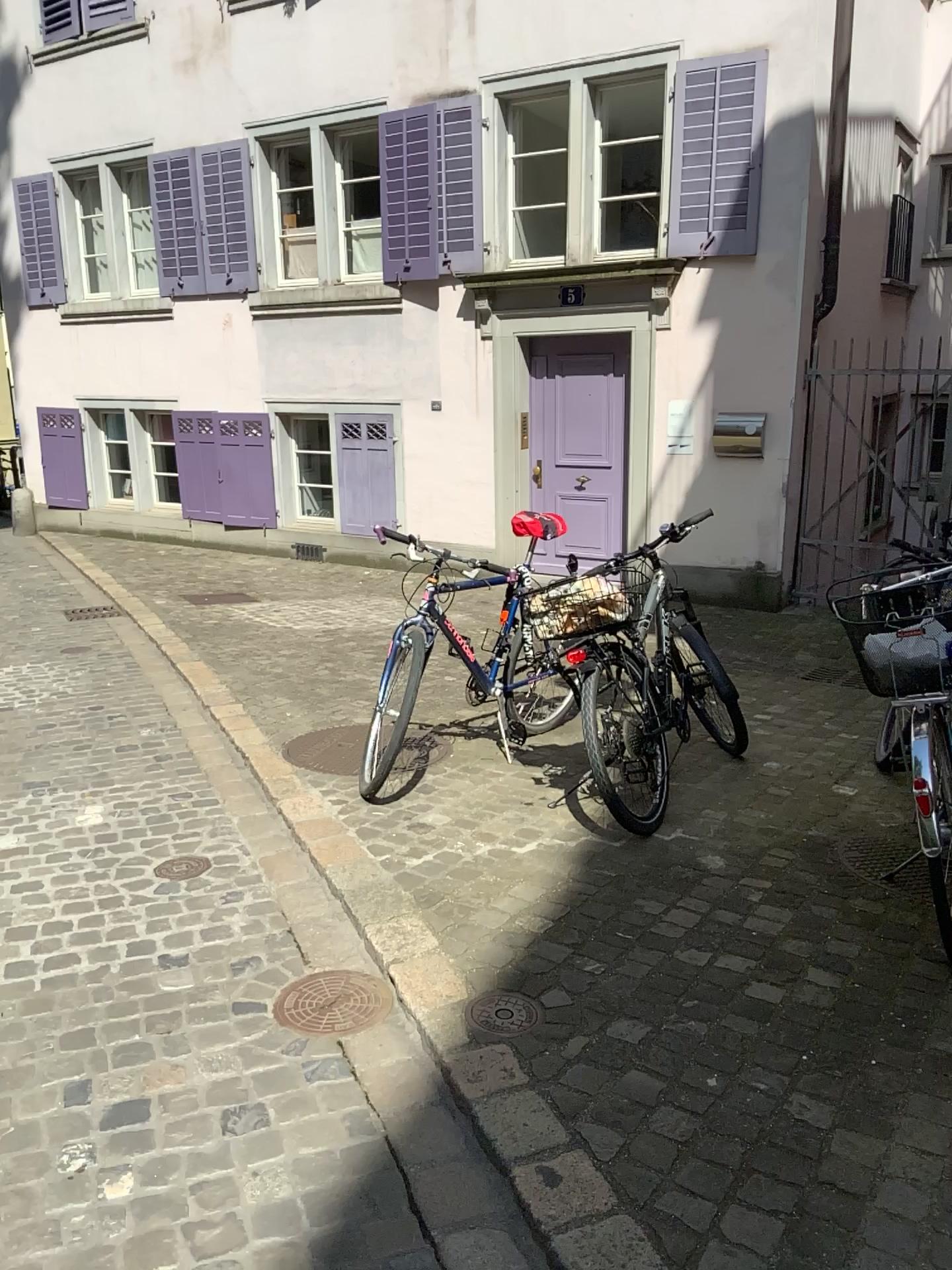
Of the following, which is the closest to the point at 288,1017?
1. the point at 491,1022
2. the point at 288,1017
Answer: the point at 288,1017

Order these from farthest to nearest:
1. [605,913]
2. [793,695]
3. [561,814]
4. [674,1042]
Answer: [793,695]
[561,814]
[605,913]
[674,1042]

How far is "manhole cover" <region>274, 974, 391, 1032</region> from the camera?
2.57m

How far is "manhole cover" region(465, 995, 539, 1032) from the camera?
2.50m

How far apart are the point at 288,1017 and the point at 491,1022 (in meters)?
0.50

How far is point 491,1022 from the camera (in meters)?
2.50

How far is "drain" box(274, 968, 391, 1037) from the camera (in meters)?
2.57
